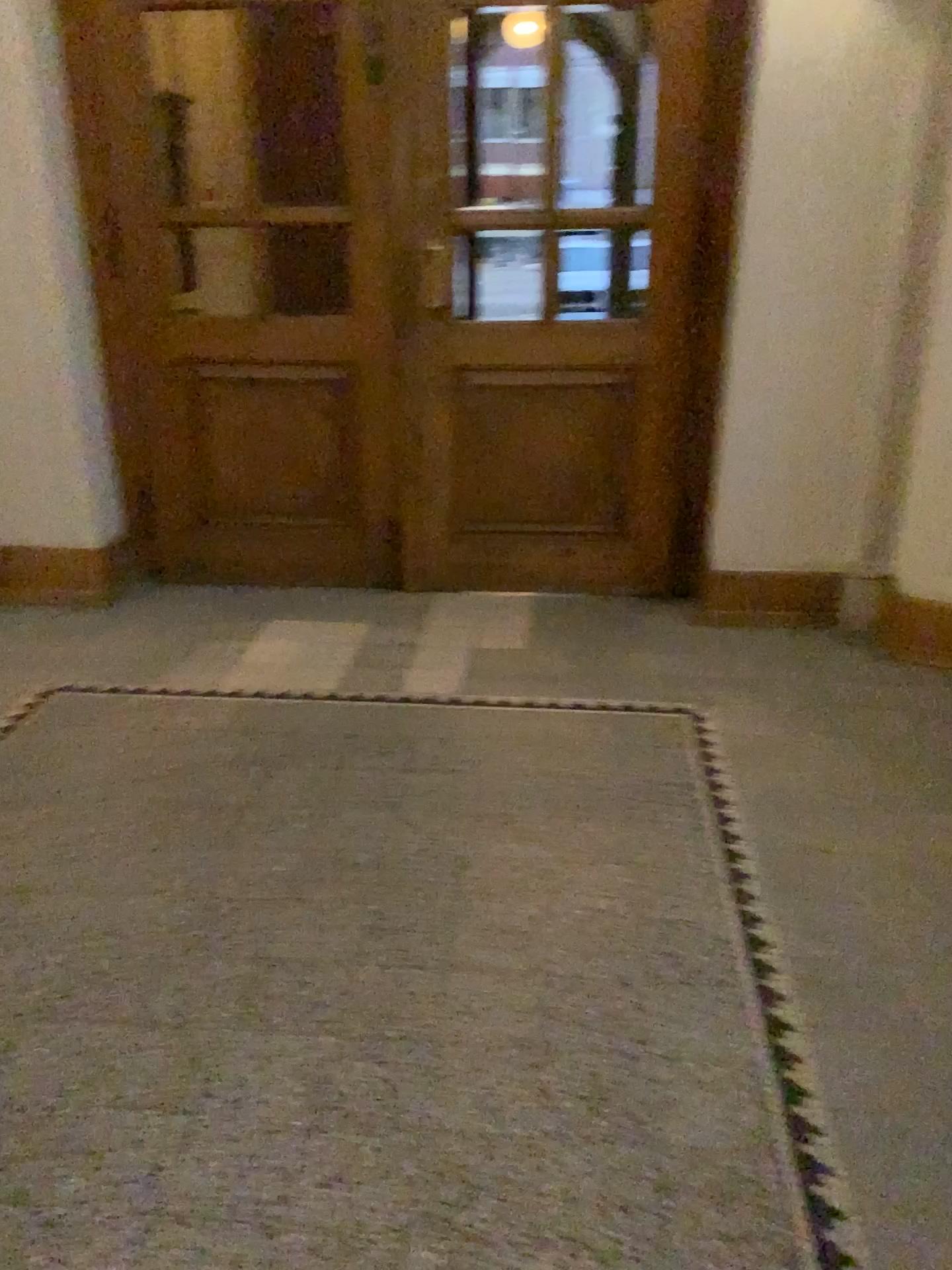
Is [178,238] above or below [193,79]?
below

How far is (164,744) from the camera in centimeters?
307cm

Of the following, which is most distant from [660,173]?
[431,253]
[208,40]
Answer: [208,40]

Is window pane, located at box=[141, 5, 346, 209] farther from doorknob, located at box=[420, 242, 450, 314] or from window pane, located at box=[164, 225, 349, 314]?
doorknob, located at box=[420, 242, 450, 314]

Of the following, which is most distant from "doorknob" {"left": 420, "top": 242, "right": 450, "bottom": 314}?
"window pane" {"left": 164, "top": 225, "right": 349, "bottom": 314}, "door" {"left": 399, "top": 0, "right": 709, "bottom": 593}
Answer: "window pane" {"left": 164, "top": 225, "right": 349, "bottom": 314}

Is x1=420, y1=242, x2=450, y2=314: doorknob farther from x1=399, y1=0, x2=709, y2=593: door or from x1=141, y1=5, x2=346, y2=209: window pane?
x1=141, y1=5, x2=346, y2=209: window pane

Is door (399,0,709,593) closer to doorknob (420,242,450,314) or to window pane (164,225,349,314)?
doorknob (420,242,450,314)

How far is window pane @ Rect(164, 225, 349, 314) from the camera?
3.89m

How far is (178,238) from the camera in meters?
3.9
